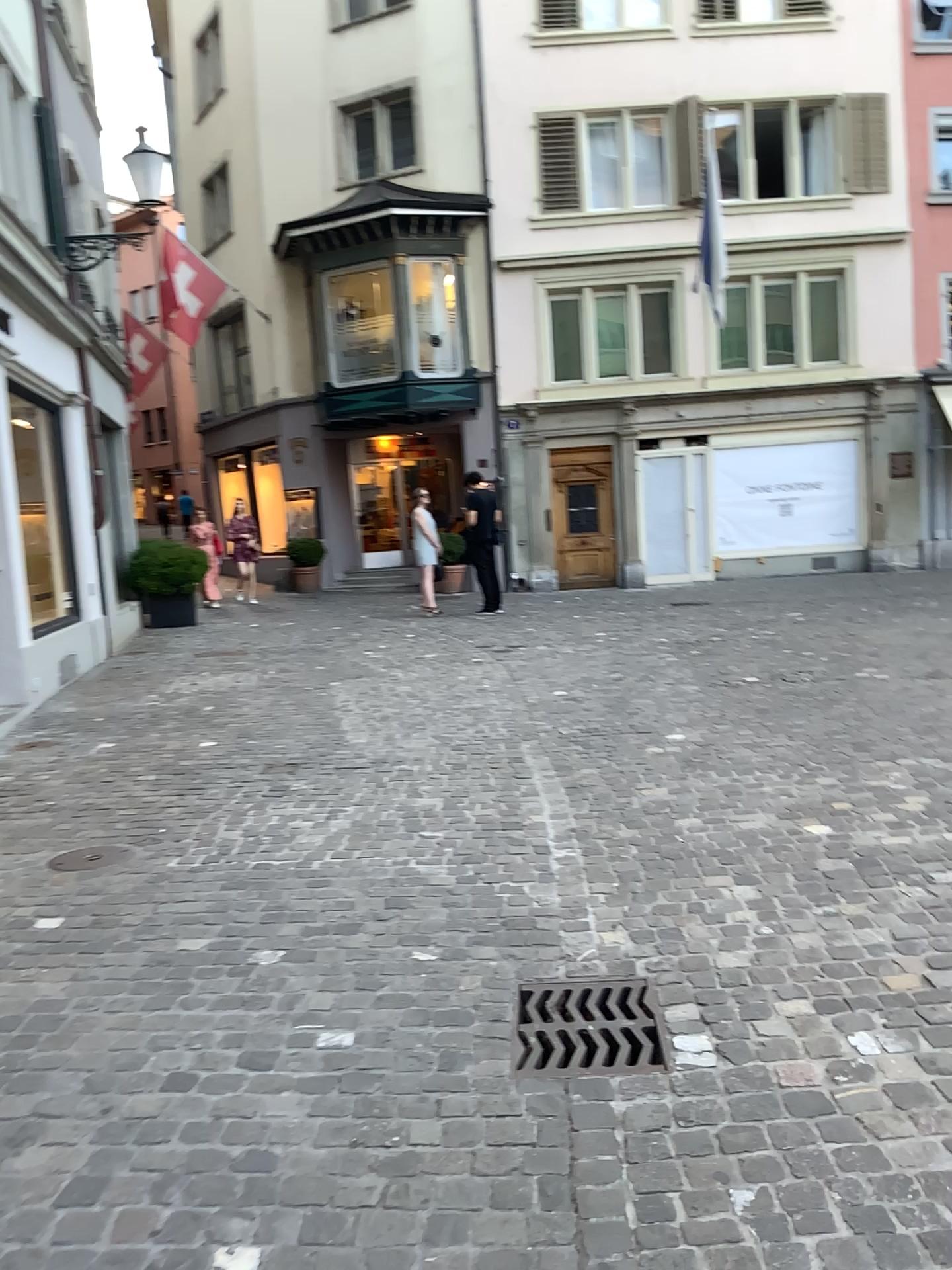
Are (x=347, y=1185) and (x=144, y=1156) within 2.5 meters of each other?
yes
